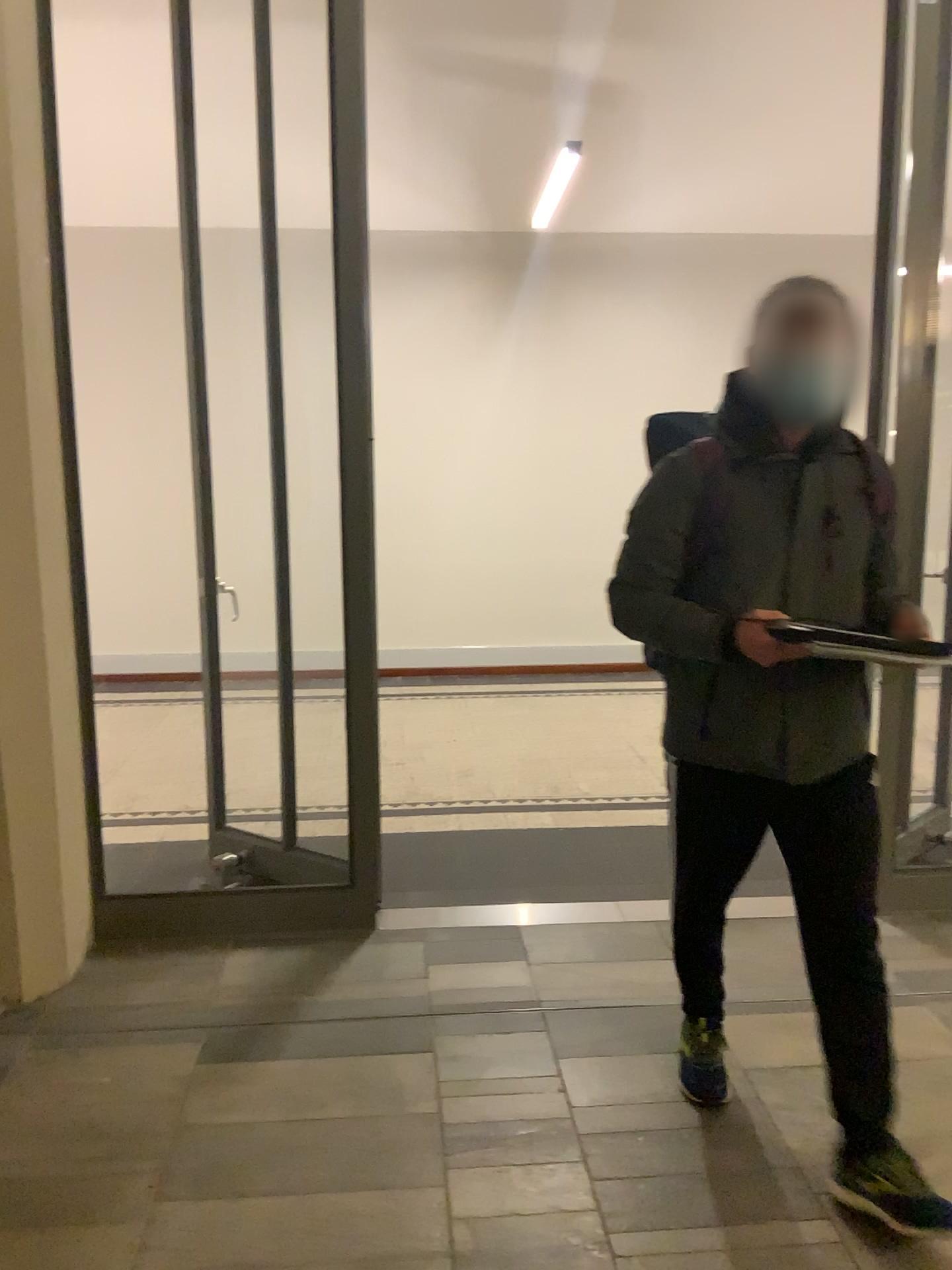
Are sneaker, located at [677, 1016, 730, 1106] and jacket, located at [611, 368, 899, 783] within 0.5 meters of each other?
no

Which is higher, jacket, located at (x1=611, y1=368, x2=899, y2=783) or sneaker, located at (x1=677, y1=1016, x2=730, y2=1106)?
jacket, located at (x1=611, y1=368, x2=899, y2=783)

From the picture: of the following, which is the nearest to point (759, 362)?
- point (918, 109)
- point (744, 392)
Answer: point (744, 392)

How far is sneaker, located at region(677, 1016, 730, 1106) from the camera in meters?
2.5

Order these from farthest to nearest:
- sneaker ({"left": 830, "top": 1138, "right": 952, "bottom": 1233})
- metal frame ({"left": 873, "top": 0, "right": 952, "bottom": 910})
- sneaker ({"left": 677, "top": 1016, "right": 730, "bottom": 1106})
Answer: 1. metal frame ({"left": 873, "top": 0, "right": 952, "bottom": 910})
2. sneaker ({"left": 677, "top": 1016, "right": 730, "bottom": 1106})
3. sneaker ({"left": 830, "top": 1138, "right": 952, "bottom": 1233})

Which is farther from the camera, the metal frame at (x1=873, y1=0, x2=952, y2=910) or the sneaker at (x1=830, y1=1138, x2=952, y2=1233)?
the metal frame at (x1=873, y1=0, x2=952, y2=910)

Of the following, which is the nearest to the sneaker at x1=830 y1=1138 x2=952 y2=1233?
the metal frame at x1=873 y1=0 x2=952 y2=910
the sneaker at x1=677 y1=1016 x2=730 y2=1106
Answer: the sneaker at x1=677 y1=1016 x2=730 y2=1106

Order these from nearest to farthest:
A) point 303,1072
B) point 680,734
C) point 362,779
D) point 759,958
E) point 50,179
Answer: point 680,734, point 303,1072, point 50,179, point 759,958, point 362,779

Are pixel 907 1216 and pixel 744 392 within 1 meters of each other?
no

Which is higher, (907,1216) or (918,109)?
(918,109)
